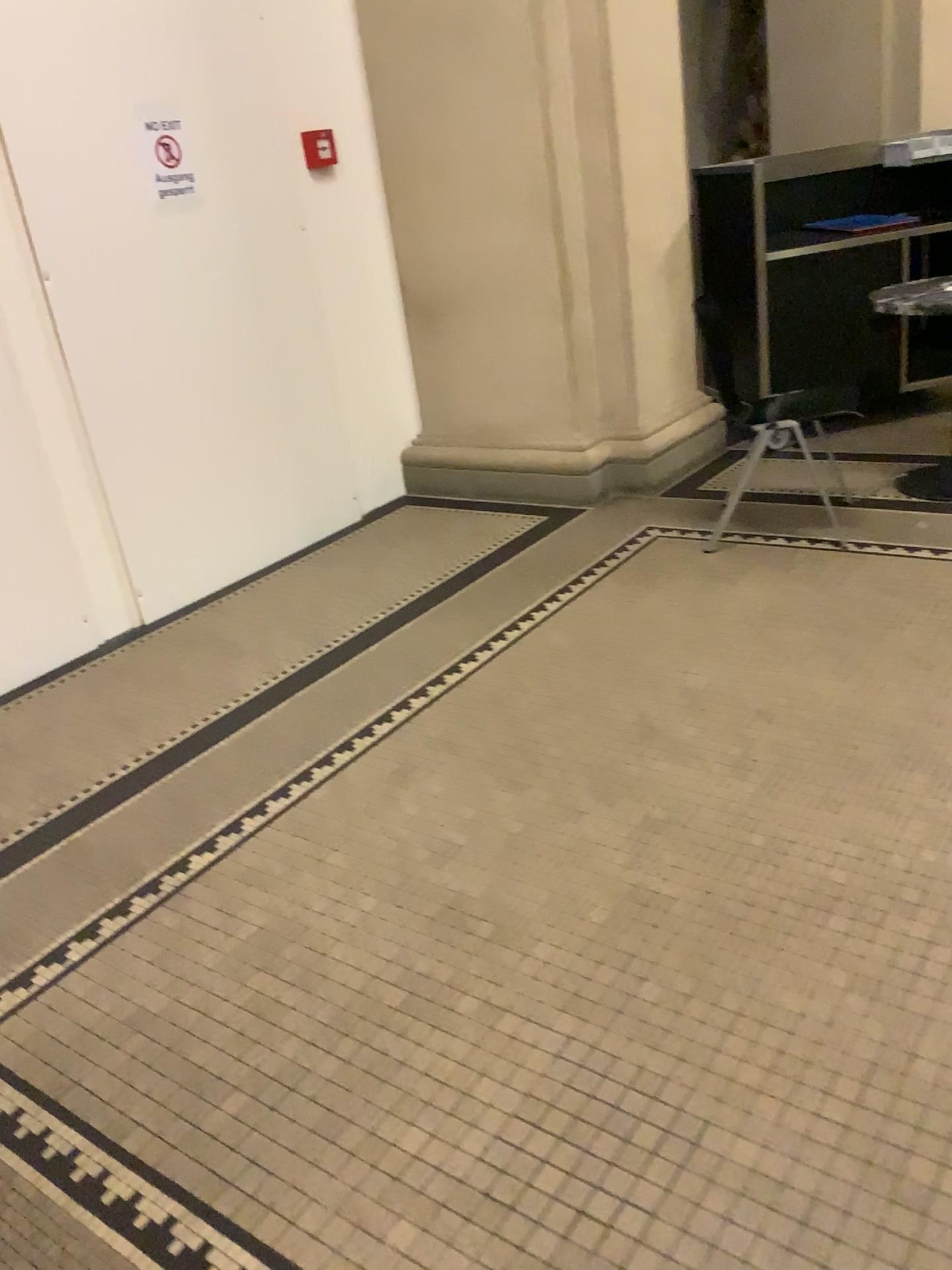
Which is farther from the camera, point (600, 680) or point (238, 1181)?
point (600, 680)

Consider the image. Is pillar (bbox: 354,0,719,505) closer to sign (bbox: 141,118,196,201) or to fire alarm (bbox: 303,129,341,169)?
fire alarm (bbox: 303,129,341,169)

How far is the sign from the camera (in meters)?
3.63

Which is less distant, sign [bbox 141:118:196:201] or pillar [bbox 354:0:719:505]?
sign [bbox 141:118:196:201]

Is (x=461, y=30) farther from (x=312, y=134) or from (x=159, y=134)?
(x=159, y=134)

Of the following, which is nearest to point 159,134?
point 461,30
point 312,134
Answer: point 312,134

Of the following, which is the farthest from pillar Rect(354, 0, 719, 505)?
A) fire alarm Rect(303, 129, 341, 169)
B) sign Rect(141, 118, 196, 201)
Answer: sign Rect(141, 118, 196, 201)

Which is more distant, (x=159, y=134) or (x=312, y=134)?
(x=312, y=134)
